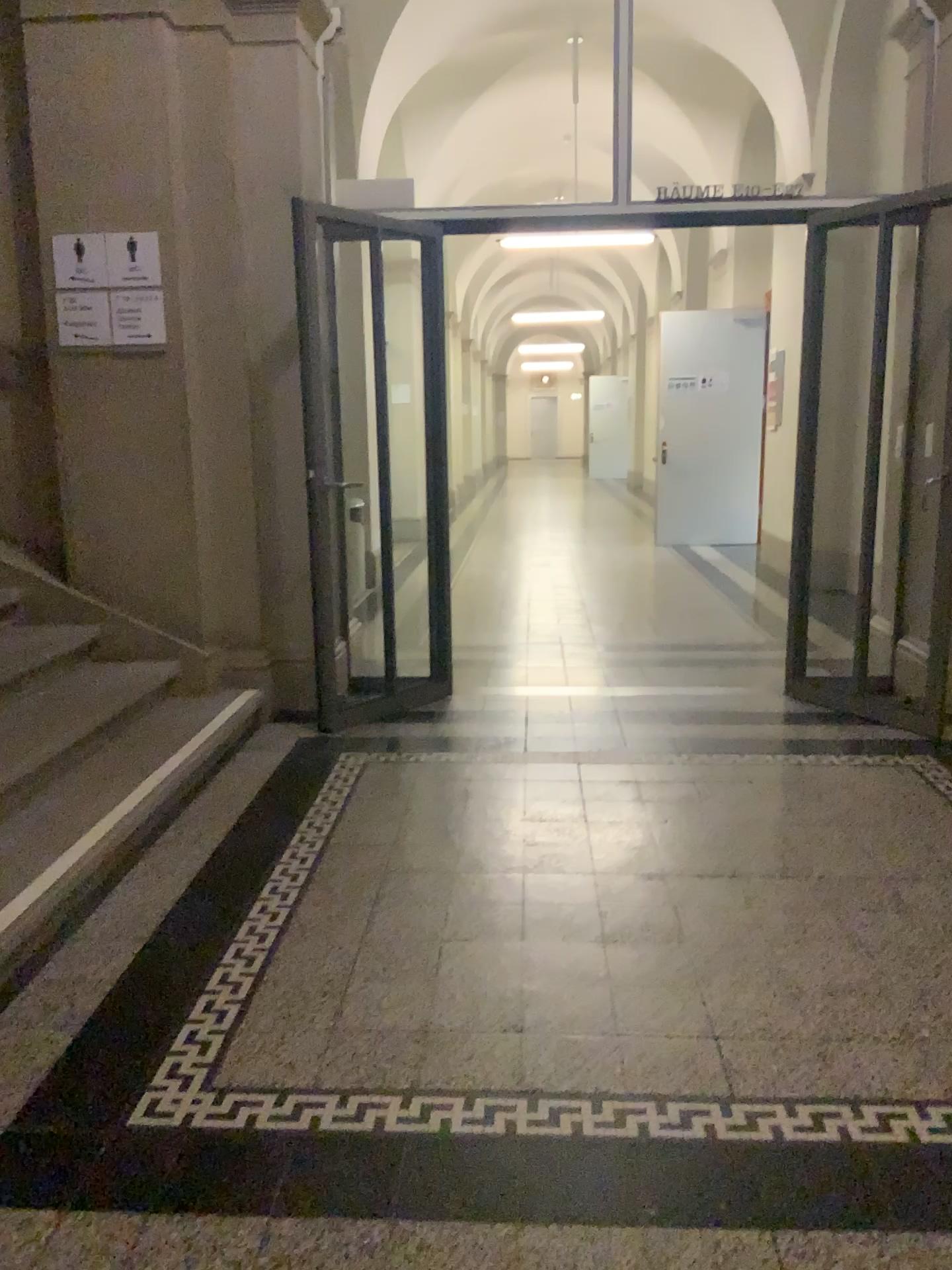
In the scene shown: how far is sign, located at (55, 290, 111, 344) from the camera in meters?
4.2

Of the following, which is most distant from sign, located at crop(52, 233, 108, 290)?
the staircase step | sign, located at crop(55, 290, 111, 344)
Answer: the staircase step

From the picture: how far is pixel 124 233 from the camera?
4.16m

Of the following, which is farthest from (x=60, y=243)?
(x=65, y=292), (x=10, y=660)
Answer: (x=10, y=660)

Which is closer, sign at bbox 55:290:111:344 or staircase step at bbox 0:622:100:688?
staircase step at bbox 0:622:100:688

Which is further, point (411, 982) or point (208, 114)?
point (208, 114)

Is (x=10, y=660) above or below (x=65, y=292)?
below

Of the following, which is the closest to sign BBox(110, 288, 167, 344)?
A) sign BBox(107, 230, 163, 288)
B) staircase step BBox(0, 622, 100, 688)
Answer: sign BBox(107, 230, 163, 288)

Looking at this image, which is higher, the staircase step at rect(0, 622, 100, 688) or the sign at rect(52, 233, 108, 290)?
the sign at rect(52, 233, 108, 290)

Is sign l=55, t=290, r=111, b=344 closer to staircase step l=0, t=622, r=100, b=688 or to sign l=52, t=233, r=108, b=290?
sign l=52, t=233, r=108, b=290
